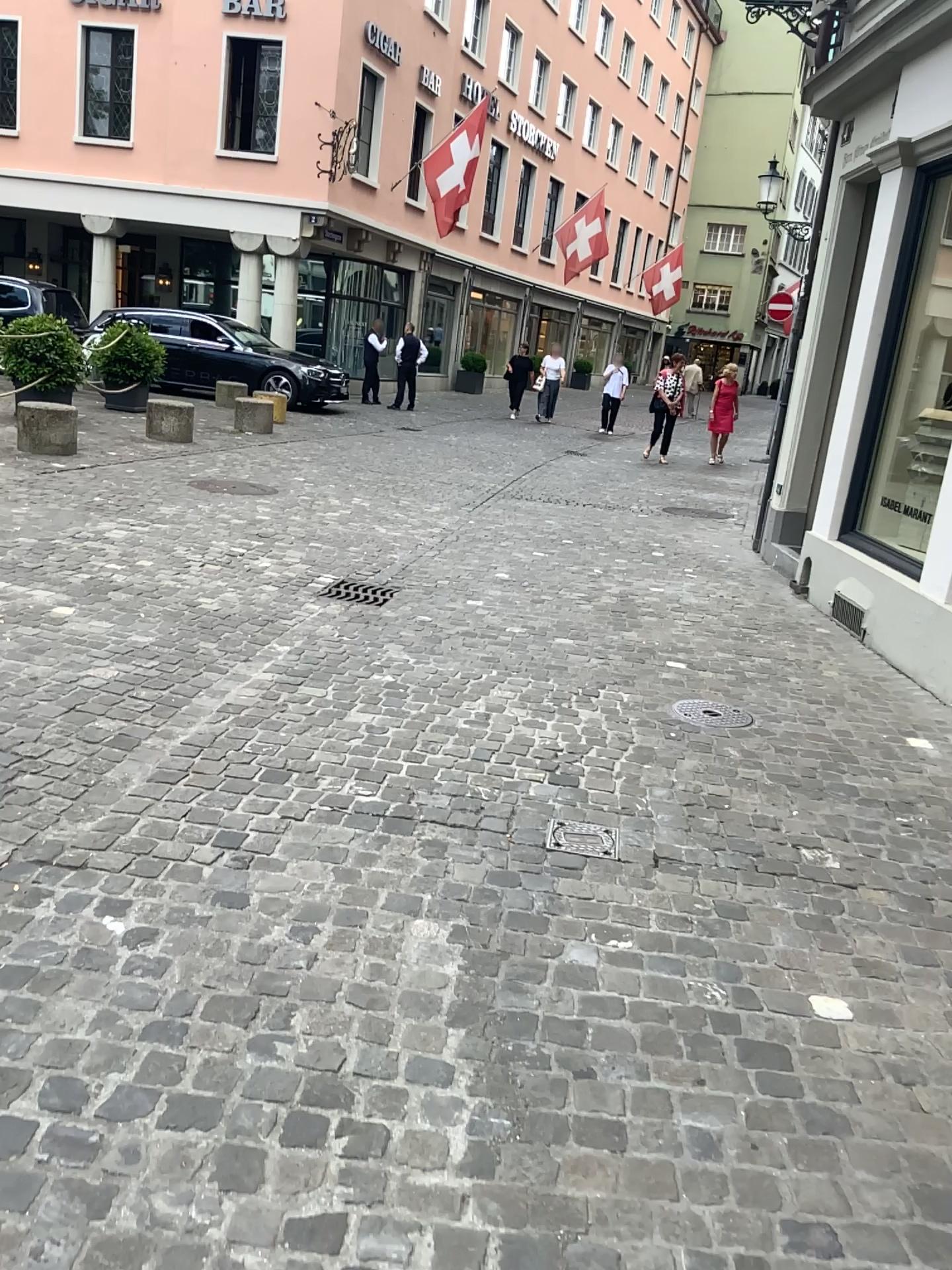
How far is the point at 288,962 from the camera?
2.30m
